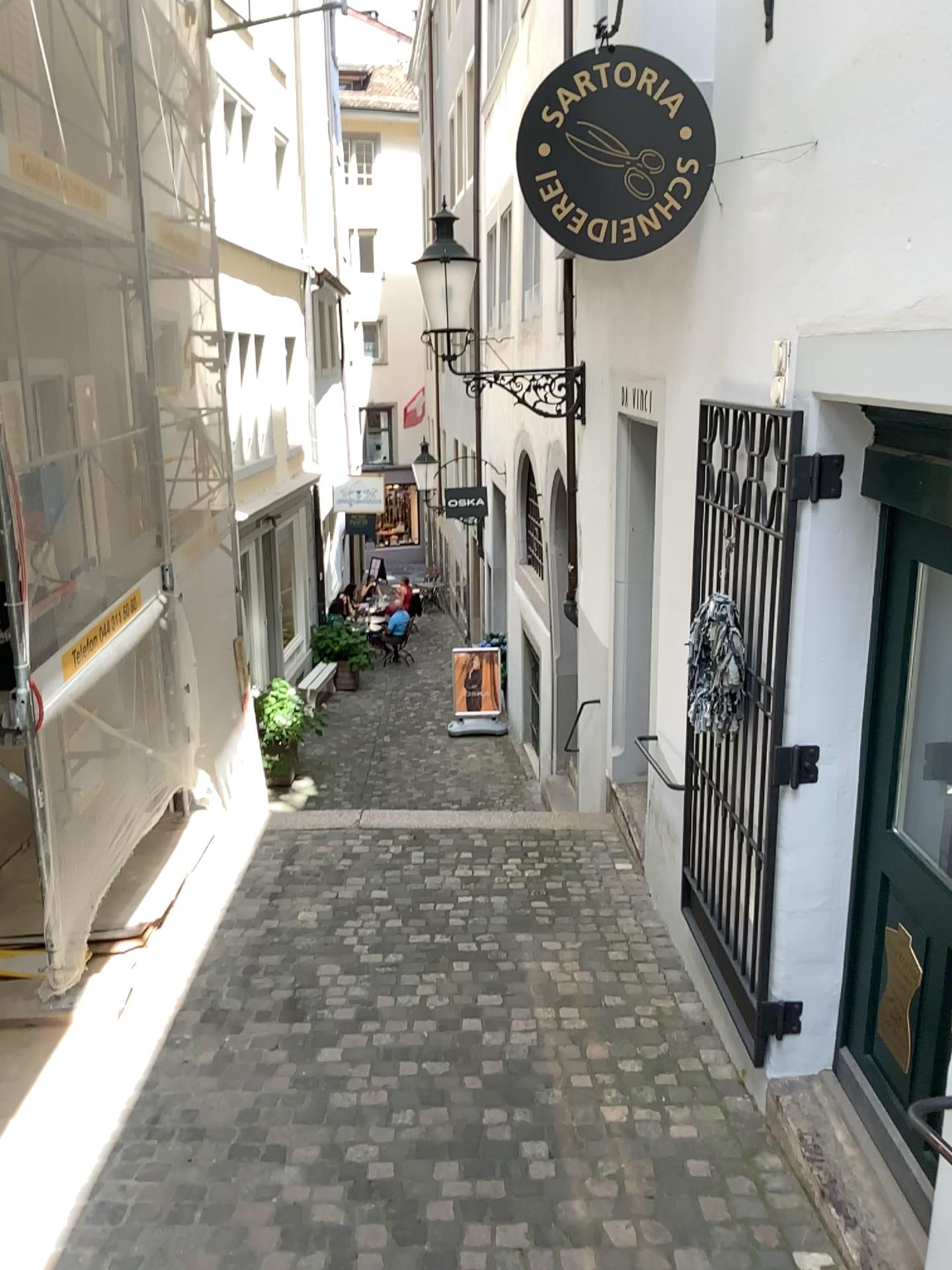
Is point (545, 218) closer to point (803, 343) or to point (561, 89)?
point (561, 89)

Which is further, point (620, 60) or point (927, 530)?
point (620, 60)

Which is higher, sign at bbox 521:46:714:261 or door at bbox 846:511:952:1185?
sign at bbox 521:46:714:261

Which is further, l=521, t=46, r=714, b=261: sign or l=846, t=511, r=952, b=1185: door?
l=521, t=46, r=714, b=261: sign

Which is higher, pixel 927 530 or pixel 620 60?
pixel 620 60
